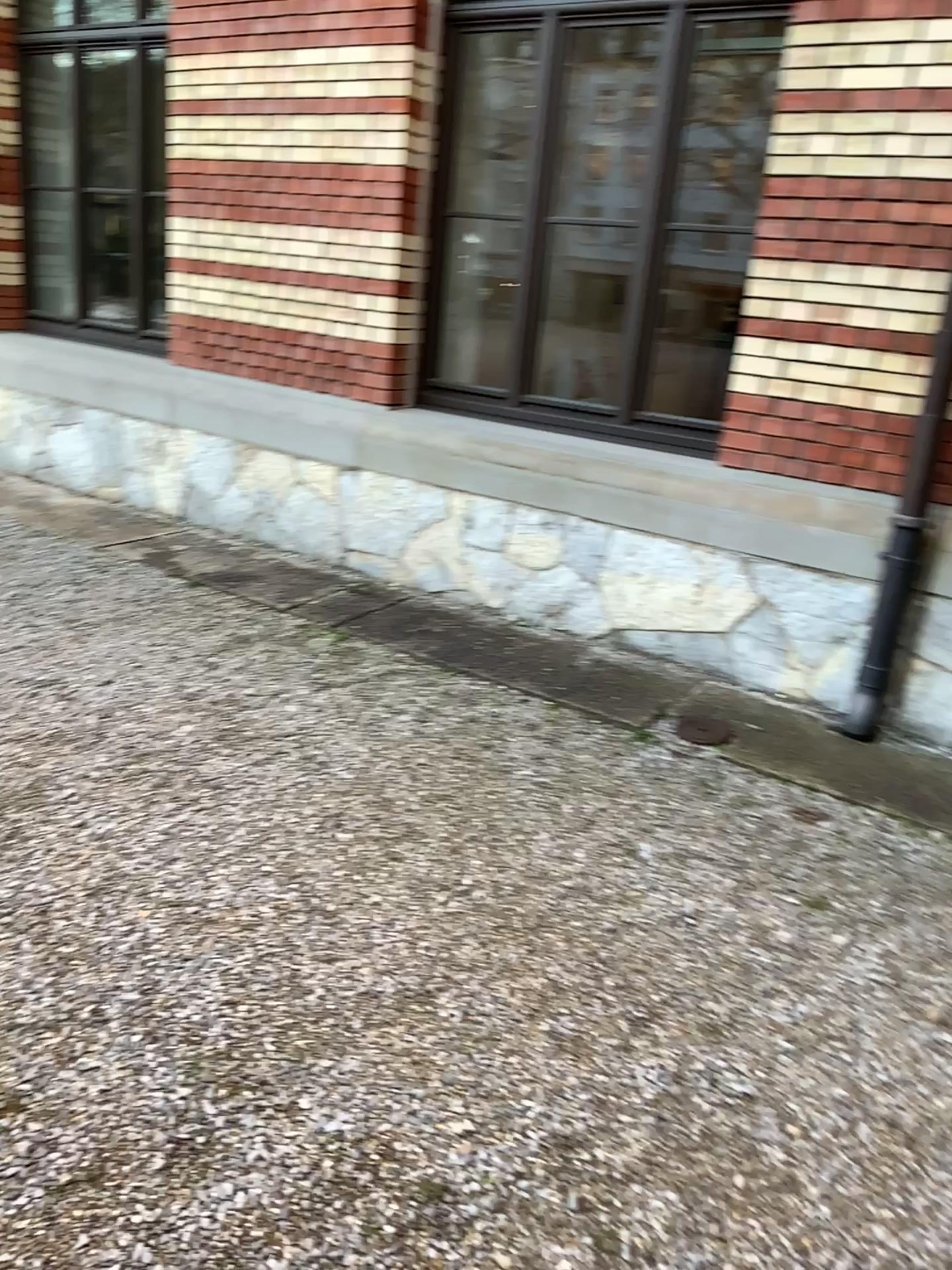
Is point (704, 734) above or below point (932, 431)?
below

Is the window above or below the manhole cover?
above

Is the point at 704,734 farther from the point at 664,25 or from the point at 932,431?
the point at 664,25

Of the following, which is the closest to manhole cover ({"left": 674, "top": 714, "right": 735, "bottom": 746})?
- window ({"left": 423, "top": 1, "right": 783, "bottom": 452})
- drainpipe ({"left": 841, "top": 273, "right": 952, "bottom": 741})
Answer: drainpipe ({"left": 841, "top": 273, "right": 952, "bottom": 741})

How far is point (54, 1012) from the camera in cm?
216

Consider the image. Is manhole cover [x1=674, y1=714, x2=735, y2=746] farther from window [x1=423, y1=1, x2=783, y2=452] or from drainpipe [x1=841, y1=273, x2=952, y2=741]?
window [x1=423, y1=1, x2=783, y2=452]

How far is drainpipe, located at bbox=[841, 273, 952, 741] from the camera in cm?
374

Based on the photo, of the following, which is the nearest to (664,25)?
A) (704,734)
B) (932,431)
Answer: (932,431)
